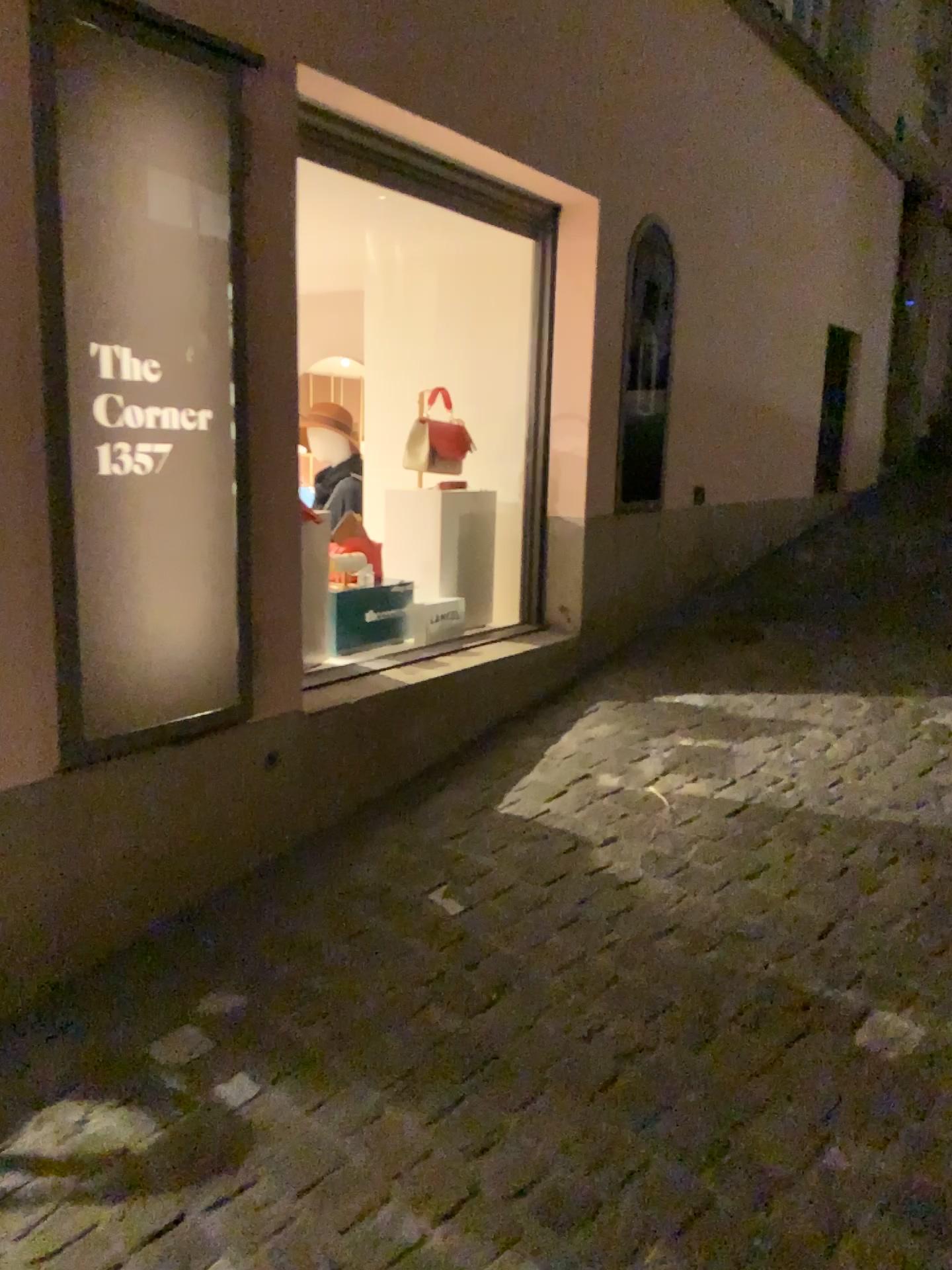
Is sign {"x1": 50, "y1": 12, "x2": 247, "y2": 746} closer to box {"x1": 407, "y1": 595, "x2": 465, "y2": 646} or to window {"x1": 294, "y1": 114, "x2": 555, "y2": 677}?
window {"x1": 294, "y1": 114, "x2": 555, "y2": 677}

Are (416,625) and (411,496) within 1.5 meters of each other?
yes

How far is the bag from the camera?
3.6m

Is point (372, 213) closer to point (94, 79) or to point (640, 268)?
point (640, 268)

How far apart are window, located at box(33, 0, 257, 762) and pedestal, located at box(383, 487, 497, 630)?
1.2m

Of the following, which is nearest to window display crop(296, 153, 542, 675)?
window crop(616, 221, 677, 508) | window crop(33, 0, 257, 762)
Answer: window crop(616, 221, 677, 508)

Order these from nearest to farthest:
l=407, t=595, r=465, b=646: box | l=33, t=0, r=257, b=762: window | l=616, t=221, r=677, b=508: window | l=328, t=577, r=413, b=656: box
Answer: l=33, t=0, r=257, b=762: window
l=328, t=577, r=413, b=656: box
l=407, t=595, r=465, b=646: box
l=616, t=221, r=677, b=508: window

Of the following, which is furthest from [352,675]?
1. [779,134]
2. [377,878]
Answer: [779,134]

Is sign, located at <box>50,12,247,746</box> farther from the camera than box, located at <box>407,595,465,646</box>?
No

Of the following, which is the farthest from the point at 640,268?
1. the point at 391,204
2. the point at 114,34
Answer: the point at 114,34
